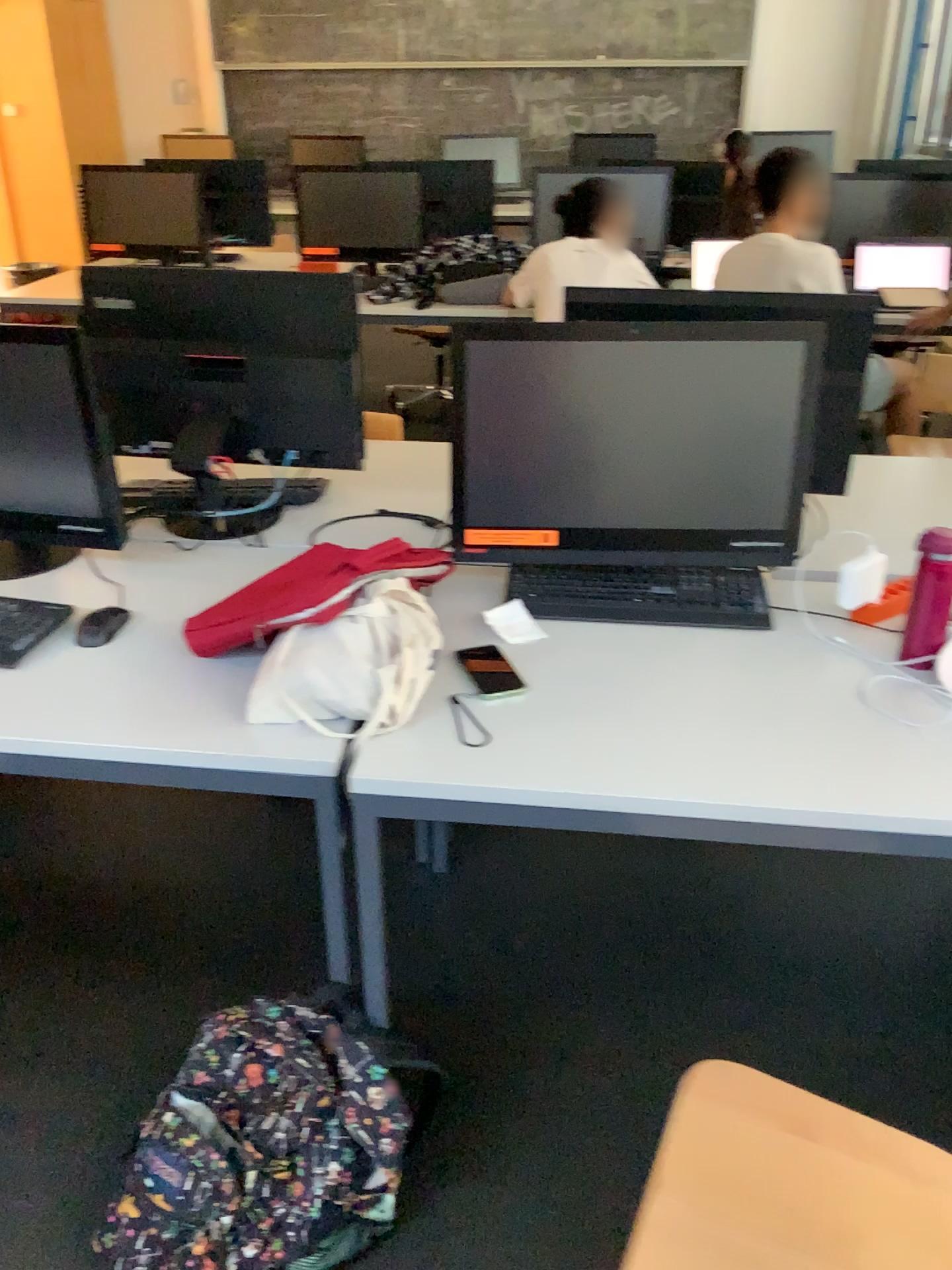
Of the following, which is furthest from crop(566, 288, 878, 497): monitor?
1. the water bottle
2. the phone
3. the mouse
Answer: the mouse

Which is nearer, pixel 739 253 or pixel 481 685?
pixel 481 685

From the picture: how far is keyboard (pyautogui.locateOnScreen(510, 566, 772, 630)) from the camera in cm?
179

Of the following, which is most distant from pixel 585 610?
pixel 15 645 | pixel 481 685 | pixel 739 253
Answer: pixel 739 253

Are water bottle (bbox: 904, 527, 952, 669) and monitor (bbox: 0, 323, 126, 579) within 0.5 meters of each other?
no

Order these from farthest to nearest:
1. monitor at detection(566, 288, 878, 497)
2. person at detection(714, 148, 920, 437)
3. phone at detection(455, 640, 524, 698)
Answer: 1. person at detection(714, 148, 920, 437)
2. monitor at detection(566, 288, 878, 497)
3. phone at detection(455, 640, 524, 698)

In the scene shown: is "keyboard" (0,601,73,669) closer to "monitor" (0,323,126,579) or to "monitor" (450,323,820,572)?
"monitor" (0,323,126,579)

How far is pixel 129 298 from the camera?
2.12m

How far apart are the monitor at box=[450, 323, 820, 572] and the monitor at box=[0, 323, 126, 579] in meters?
0.7 m

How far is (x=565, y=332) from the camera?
1.7 meters
